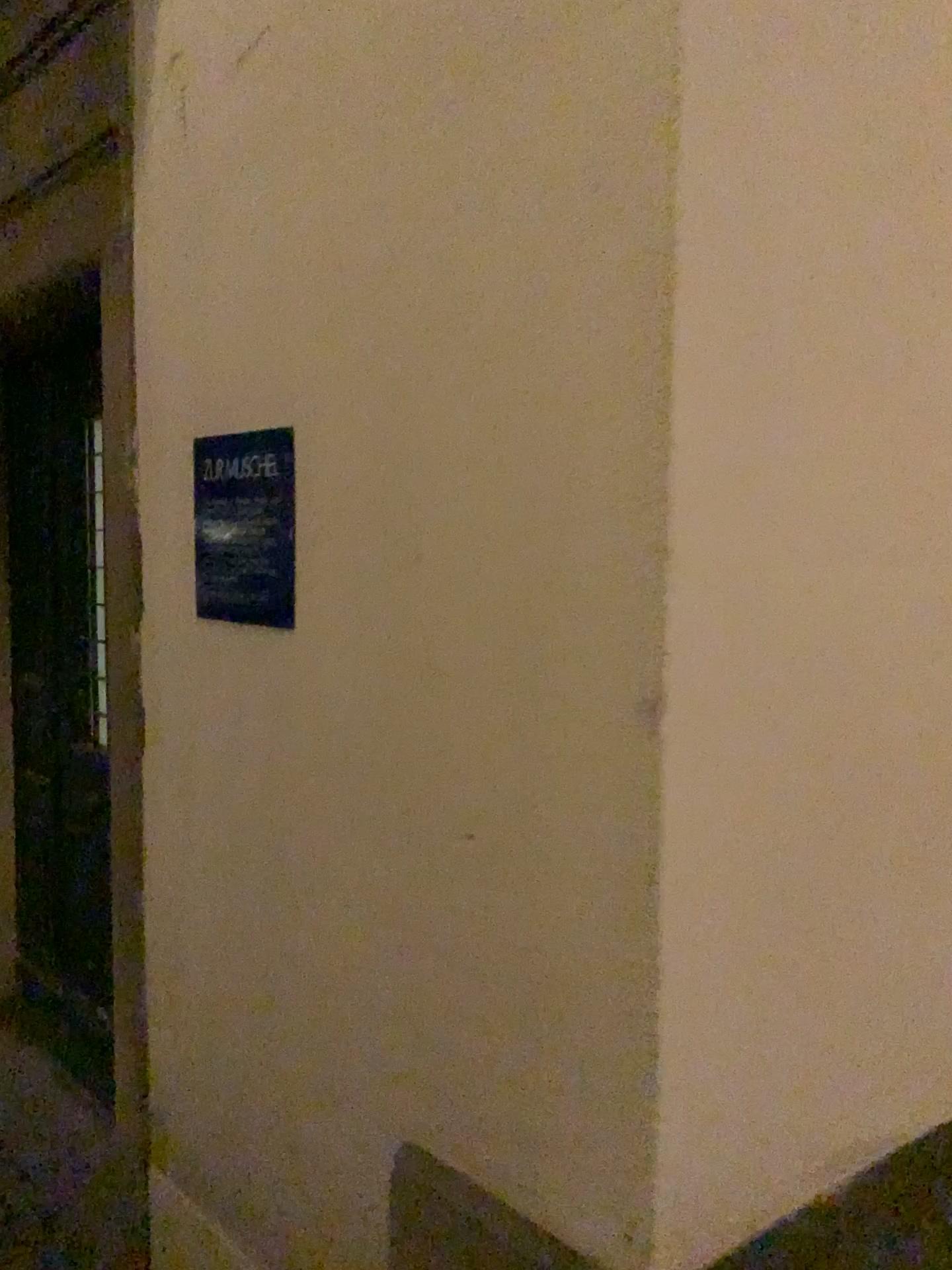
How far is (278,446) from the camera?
1.47m

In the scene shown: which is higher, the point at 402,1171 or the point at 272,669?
the point at 272,669

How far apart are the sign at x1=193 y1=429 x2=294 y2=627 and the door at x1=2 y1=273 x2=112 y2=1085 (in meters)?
1.31

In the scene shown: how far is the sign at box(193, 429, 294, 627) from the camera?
1.5 meters

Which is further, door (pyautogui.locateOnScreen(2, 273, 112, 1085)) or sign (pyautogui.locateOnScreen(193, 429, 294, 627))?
door (pyautogui.locateOnScreen(2, 273, 112, 1085))

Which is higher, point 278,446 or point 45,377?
point 45,377

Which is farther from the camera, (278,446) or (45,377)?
(45,377)

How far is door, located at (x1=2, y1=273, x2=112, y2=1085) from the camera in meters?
2.9
